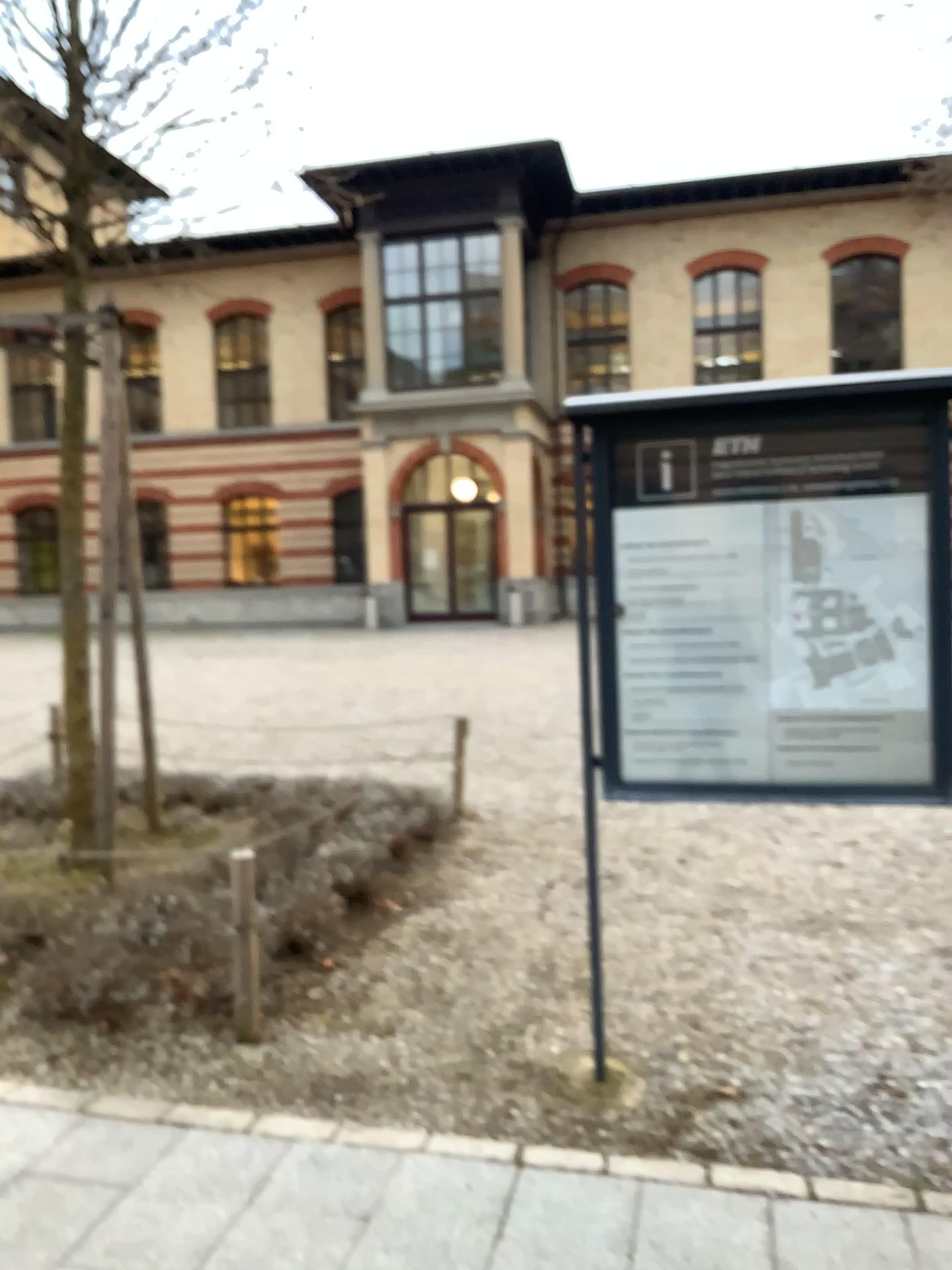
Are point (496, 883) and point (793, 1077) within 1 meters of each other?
no

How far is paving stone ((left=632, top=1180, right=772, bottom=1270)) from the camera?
2.33m

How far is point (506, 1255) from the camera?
2.3 meters

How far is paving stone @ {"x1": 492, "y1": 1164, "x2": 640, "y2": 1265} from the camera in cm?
232

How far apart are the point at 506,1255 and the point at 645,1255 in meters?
0.3

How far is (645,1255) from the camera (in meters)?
2.33
